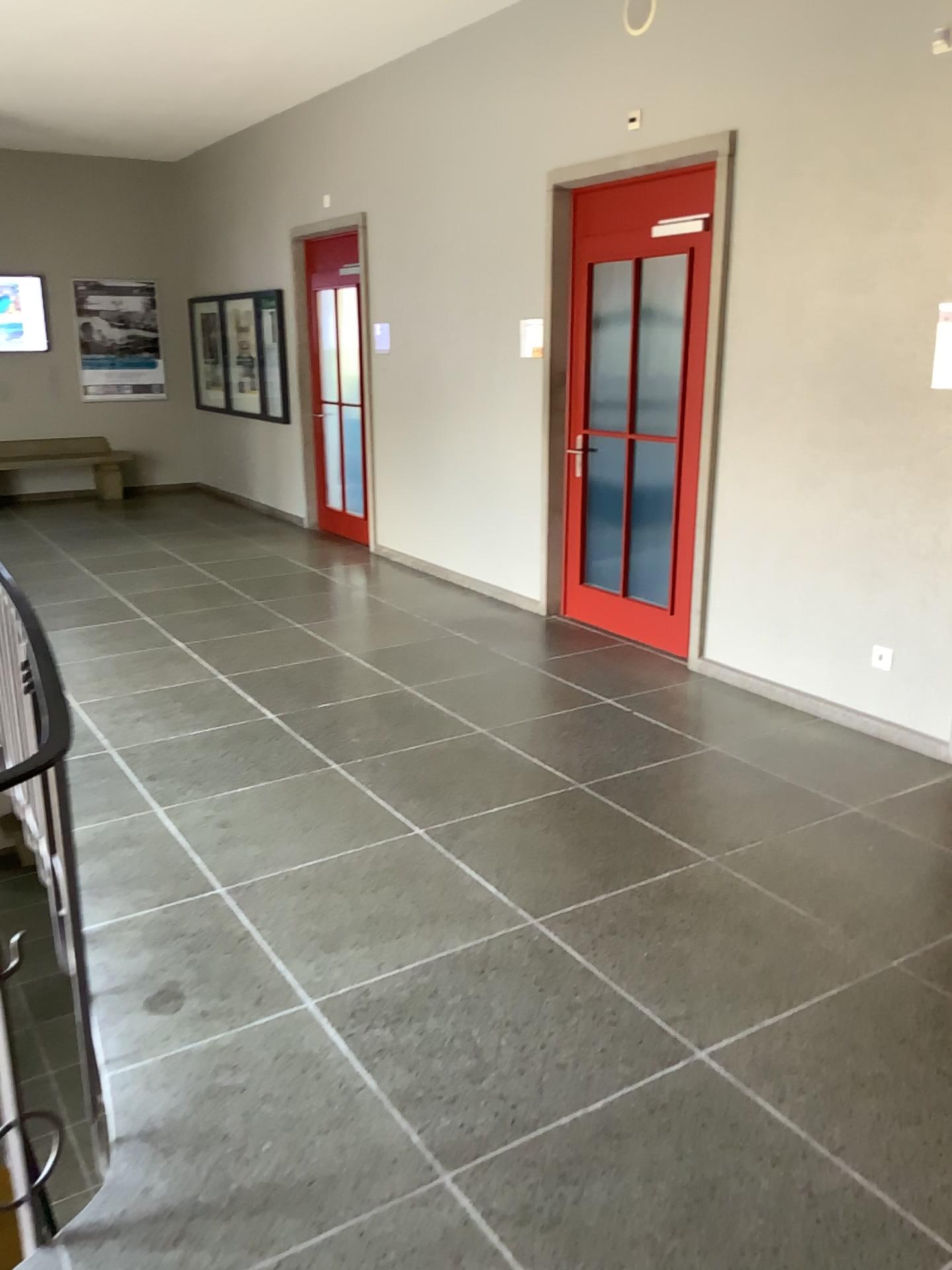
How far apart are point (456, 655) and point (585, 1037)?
3.1m
